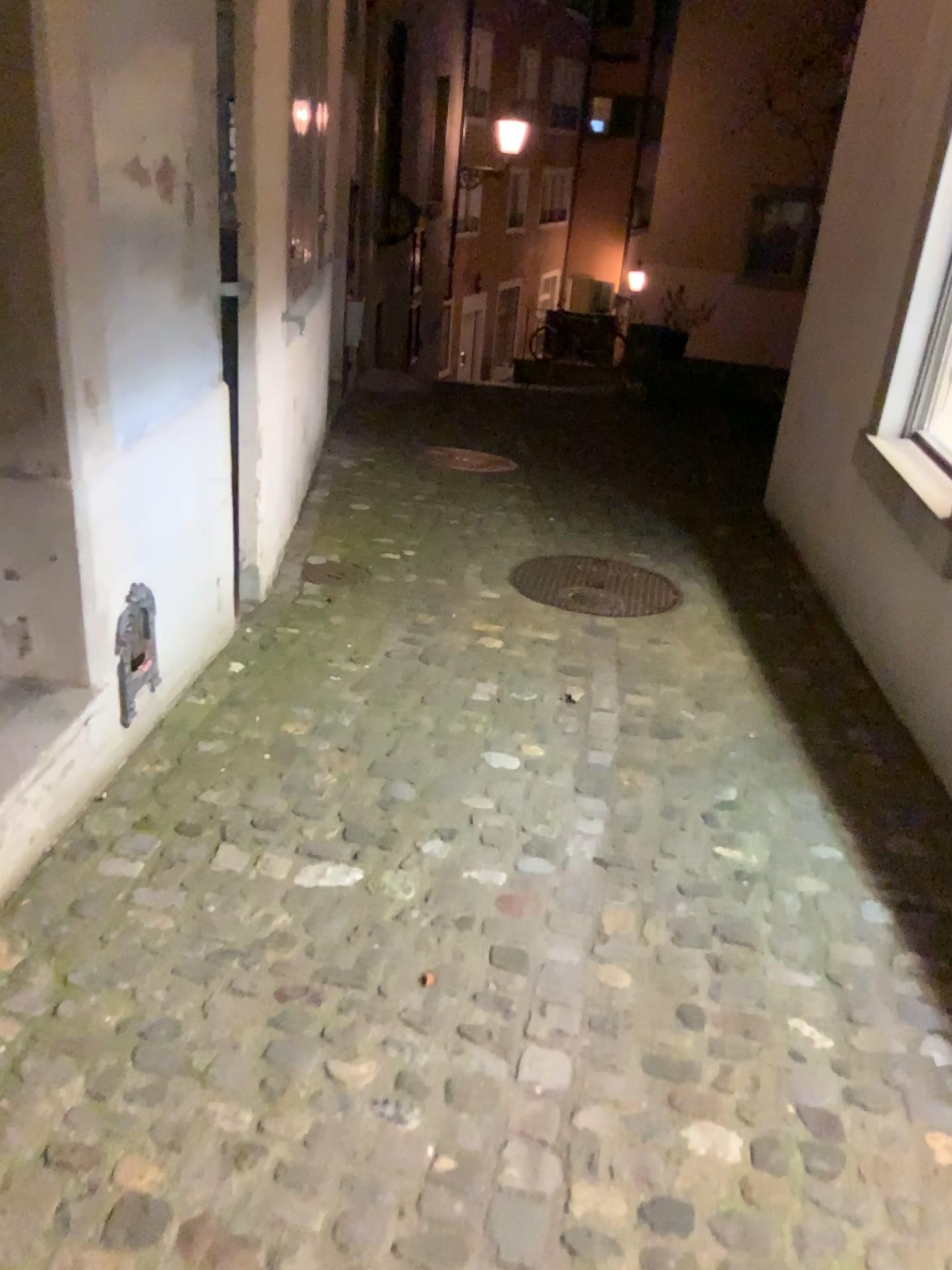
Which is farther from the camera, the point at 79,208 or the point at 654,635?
the point at 654,635
